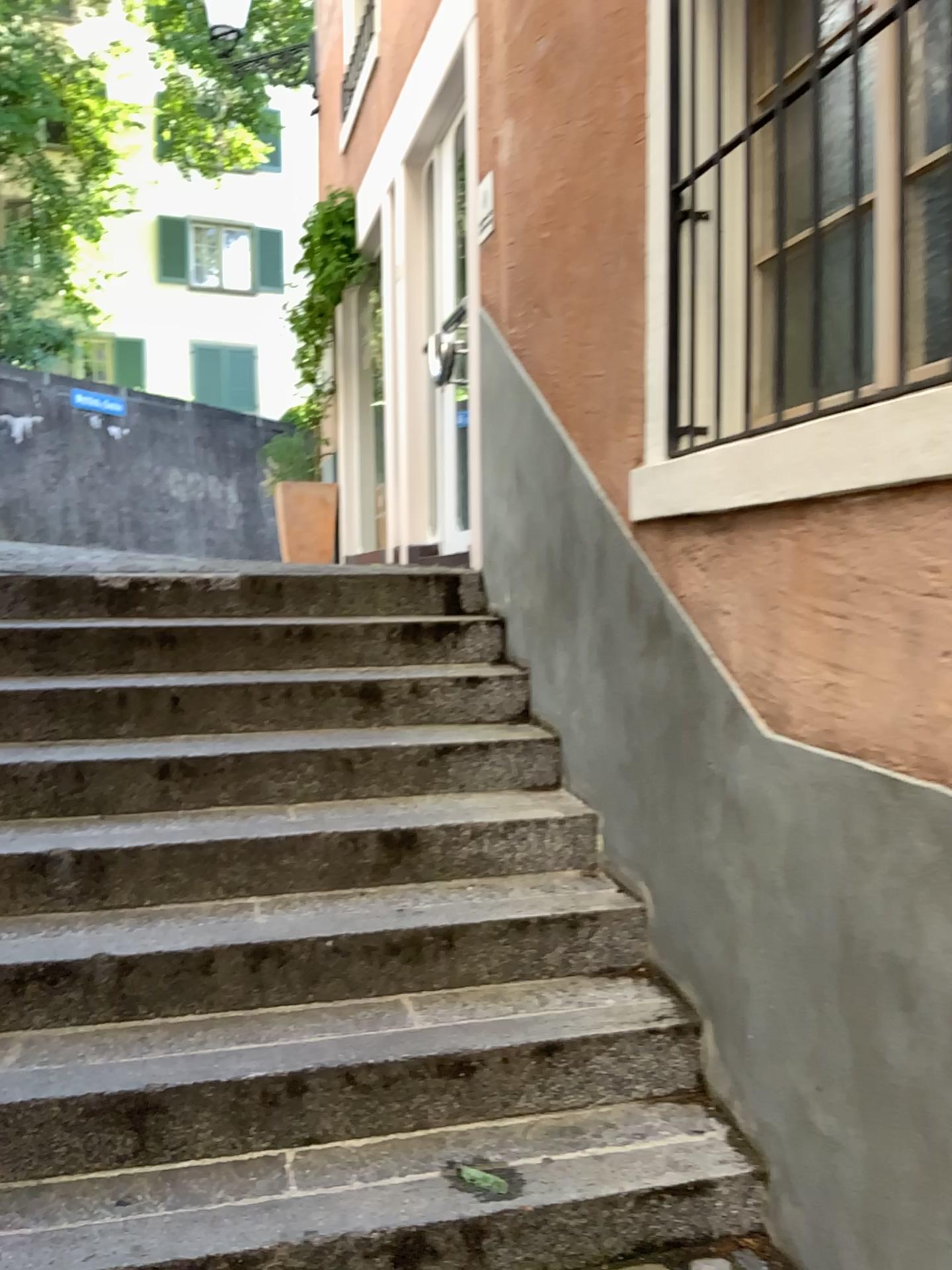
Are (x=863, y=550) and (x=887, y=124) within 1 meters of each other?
yes
